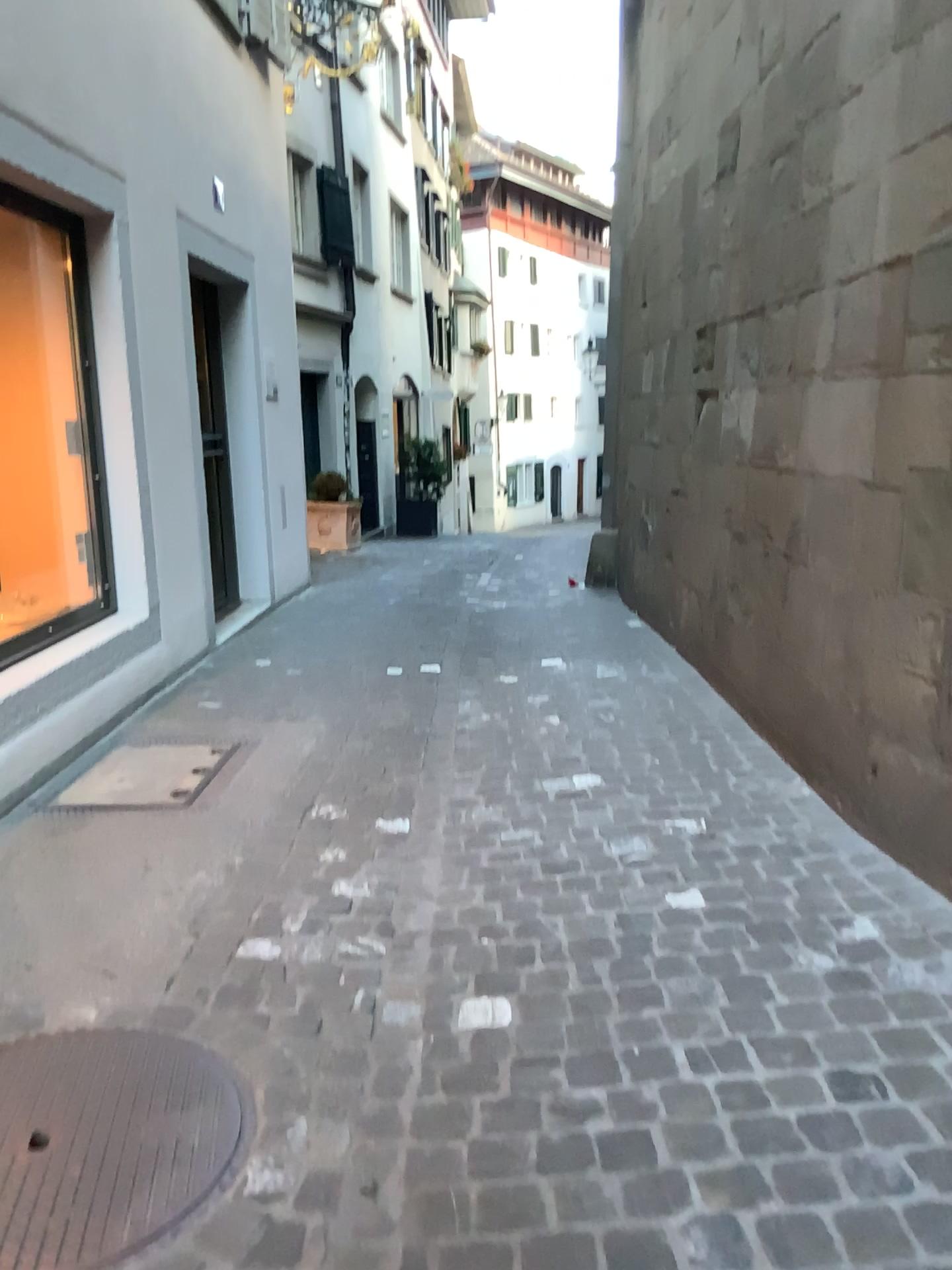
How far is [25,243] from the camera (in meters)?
4.34

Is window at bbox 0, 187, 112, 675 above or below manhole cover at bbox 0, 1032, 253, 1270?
above

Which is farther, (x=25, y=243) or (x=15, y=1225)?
(x=25, y=243)

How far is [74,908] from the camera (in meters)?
2.72

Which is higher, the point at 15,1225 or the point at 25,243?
the point at 25,243

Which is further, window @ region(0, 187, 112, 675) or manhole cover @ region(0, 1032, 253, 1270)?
window @ region(0, 187, 112, 675)

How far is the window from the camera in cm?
434
